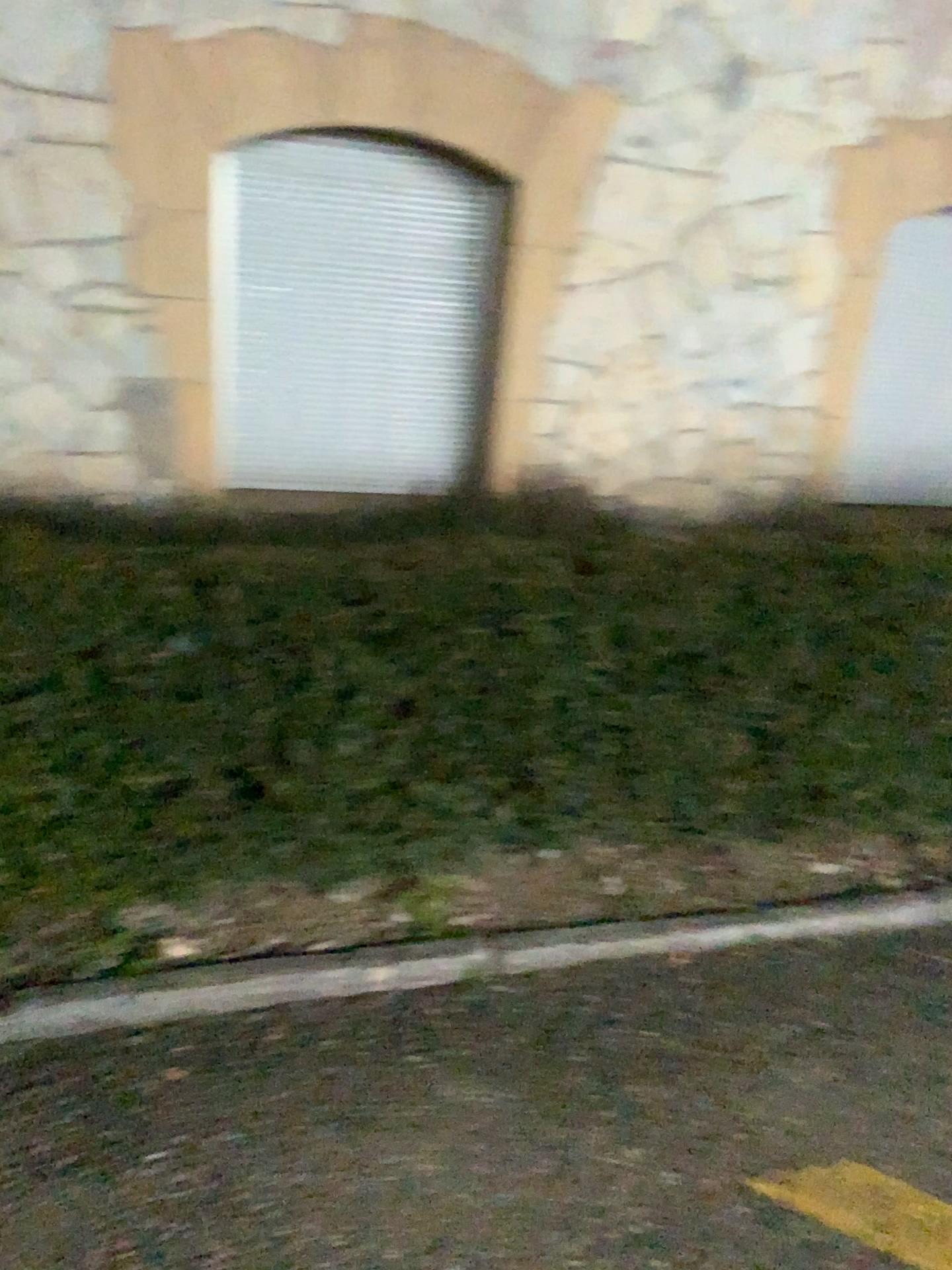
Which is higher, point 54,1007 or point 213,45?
point 213,45

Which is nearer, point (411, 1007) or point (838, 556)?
point (411, 1007)

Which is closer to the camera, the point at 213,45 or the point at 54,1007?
the point at 54,1007

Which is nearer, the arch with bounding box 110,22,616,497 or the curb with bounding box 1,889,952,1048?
the curb with bounding box 1,889,952,1048

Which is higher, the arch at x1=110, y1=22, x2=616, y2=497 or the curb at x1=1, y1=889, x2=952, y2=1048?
the arch at x1=110, y1=22, x2=616, y2=497
